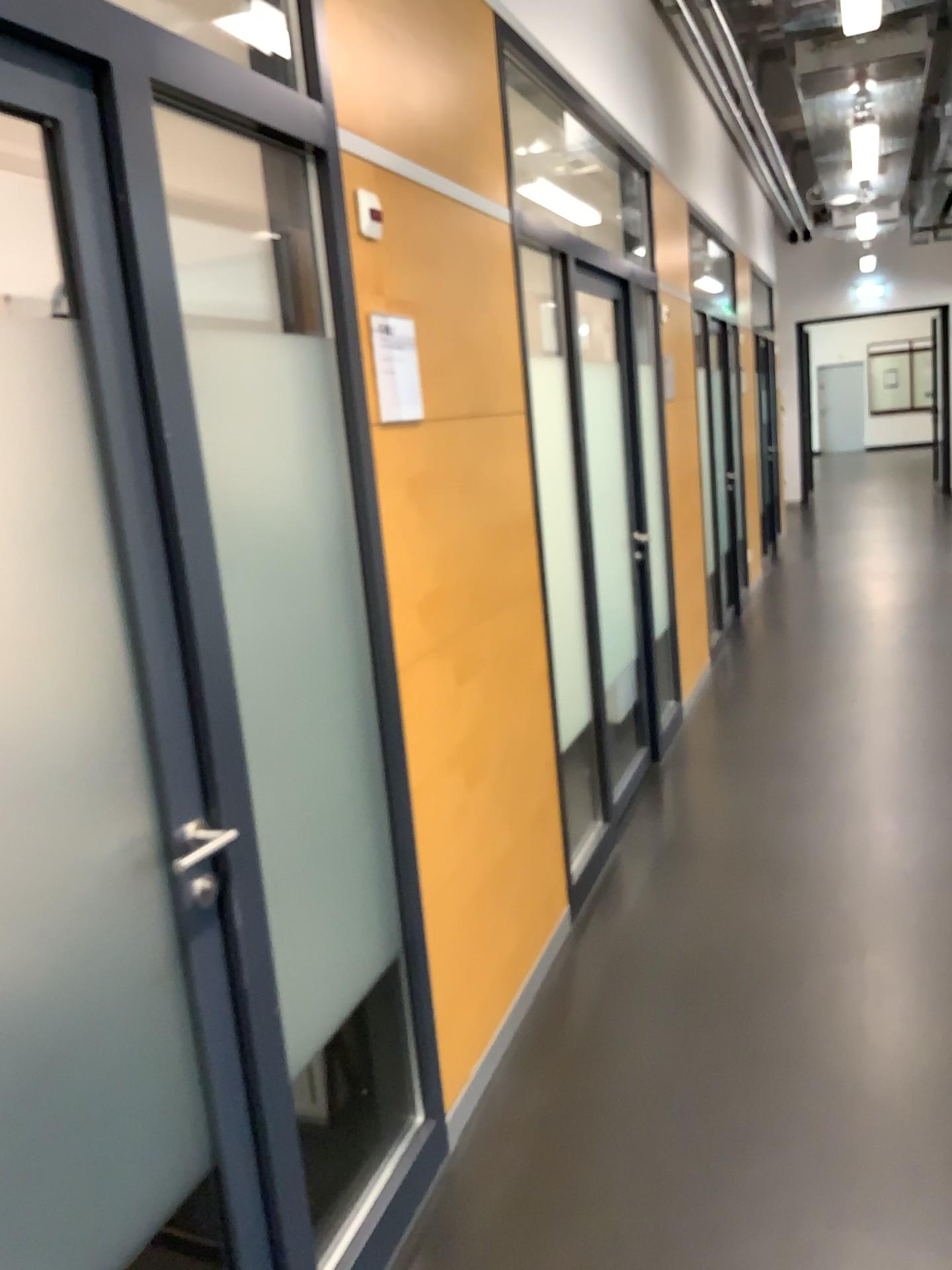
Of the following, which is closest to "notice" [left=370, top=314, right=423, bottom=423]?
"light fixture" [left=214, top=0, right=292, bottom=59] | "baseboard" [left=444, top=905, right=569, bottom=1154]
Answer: "light fixture" [left=214, top=0, right=292, bottom=59]

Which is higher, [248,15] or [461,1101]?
[248,15]

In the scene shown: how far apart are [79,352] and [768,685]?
4.72m

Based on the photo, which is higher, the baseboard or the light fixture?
the light fixture

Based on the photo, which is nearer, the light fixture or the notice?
the notice

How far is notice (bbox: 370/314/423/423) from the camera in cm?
216

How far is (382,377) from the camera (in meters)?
2.16

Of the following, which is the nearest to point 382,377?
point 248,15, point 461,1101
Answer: point 248,15

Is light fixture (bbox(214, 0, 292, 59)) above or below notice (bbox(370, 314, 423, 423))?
above

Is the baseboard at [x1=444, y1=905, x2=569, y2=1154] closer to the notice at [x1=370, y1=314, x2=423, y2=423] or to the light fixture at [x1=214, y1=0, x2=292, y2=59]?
the notice at [x1=370, y1=314, x2=423, y2=423]
